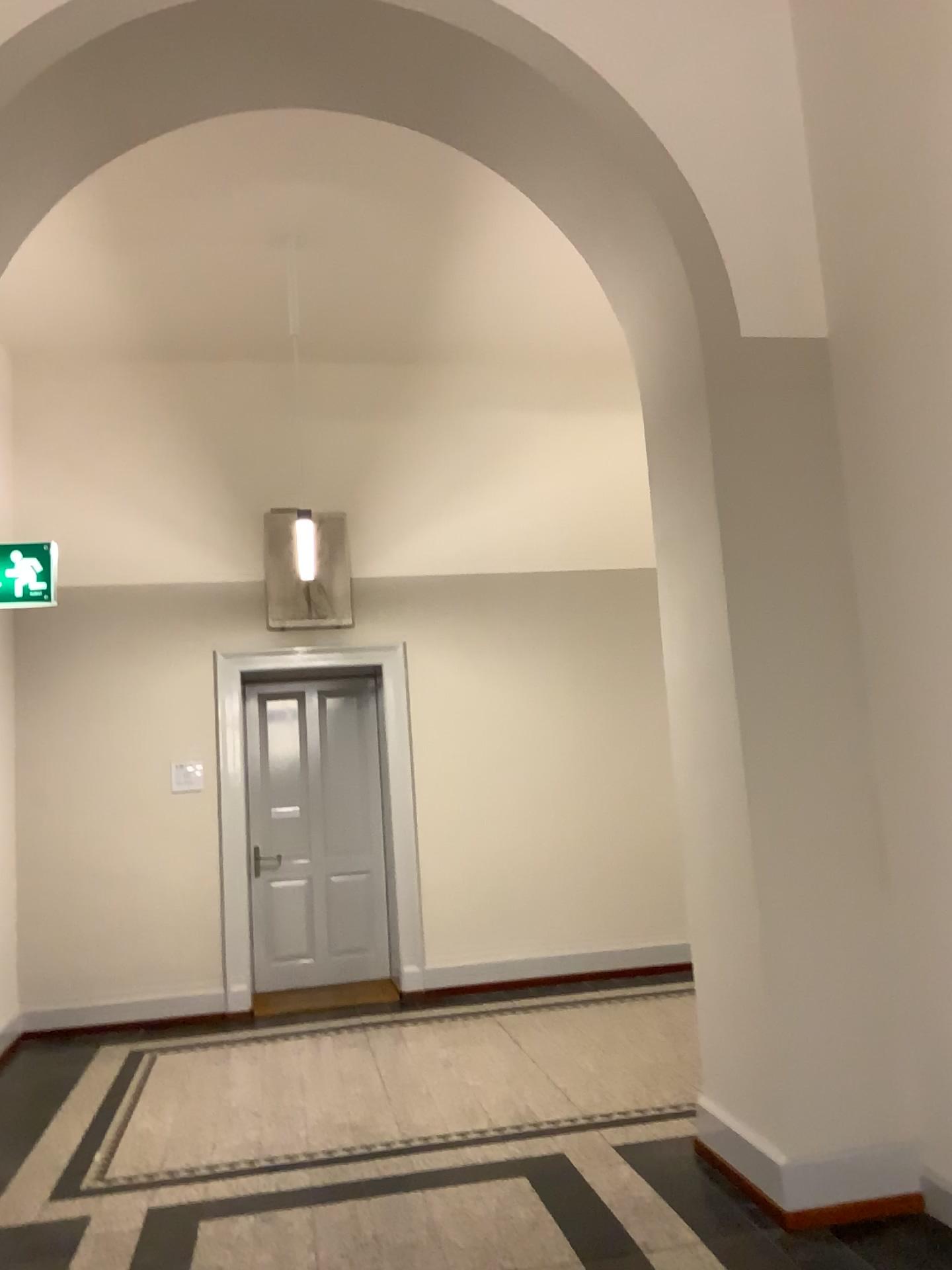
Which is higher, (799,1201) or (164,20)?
(164,20)

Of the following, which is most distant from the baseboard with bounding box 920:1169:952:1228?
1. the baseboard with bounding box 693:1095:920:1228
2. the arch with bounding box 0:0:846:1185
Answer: the arch with bounding box 0:0:846:1185

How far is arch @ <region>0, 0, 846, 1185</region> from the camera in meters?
3.8 m

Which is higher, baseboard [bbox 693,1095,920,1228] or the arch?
the arch

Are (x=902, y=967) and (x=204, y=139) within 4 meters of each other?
no

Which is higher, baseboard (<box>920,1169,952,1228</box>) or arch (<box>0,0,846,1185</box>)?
arch (<box>0,0,846,1185</box>)

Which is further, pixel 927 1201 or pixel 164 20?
pixel 164 20

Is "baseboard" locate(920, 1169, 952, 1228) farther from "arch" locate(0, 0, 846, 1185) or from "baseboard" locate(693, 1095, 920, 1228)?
"arch" locate(0, 0, 846, 1185)

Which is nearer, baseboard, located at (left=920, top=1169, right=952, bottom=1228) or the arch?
baseboard, located at (left=920, top=1169, right=952, bottom=1228)

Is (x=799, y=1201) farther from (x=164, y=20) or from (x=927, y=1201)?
(x=164, y=20)
